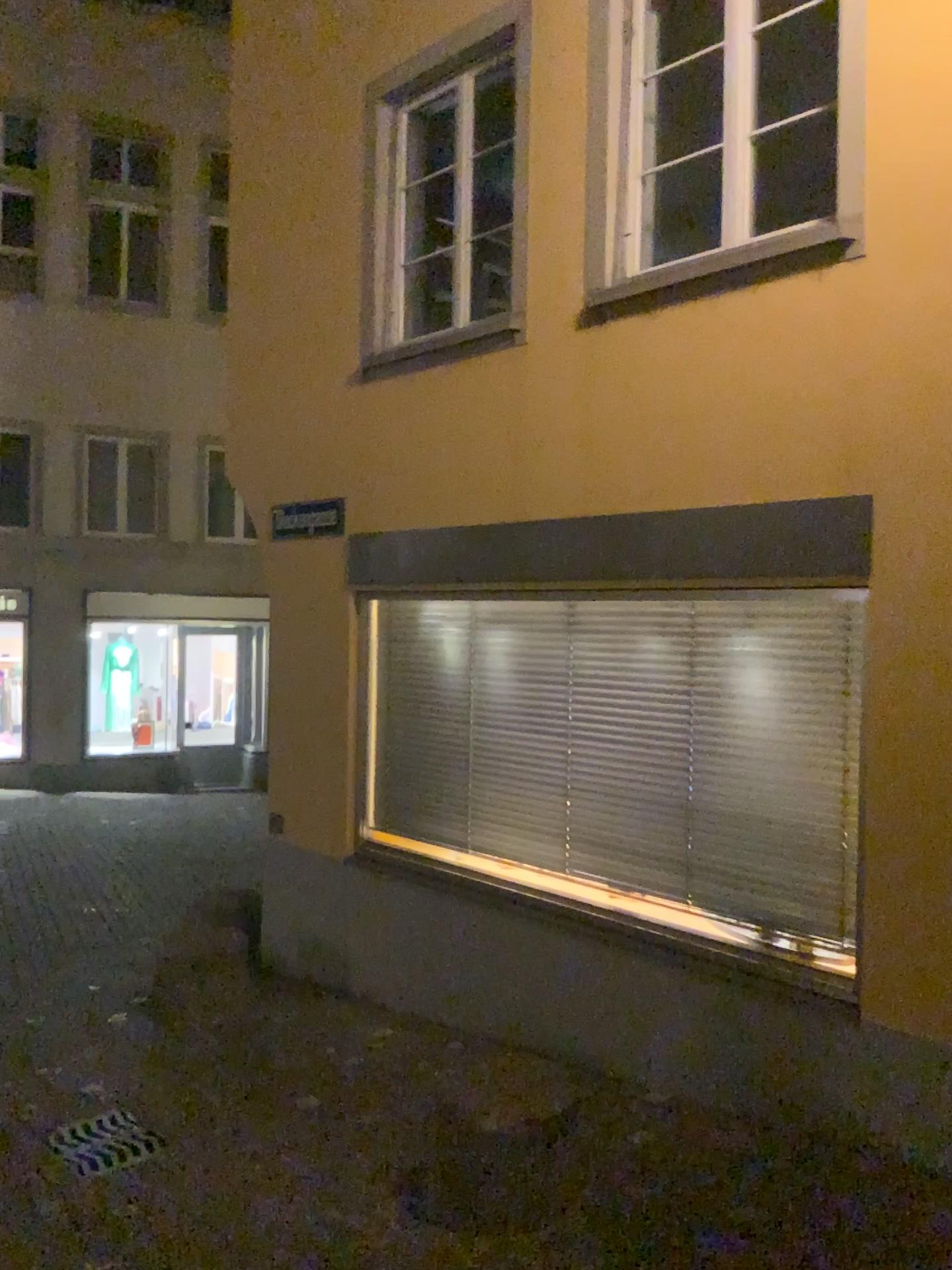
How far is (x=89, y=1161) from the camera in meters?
3.9

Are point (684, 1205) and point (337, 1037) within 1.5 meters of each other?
no

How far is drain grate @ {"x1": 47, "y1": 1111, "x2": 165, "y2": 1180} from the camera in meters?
3.9 m
